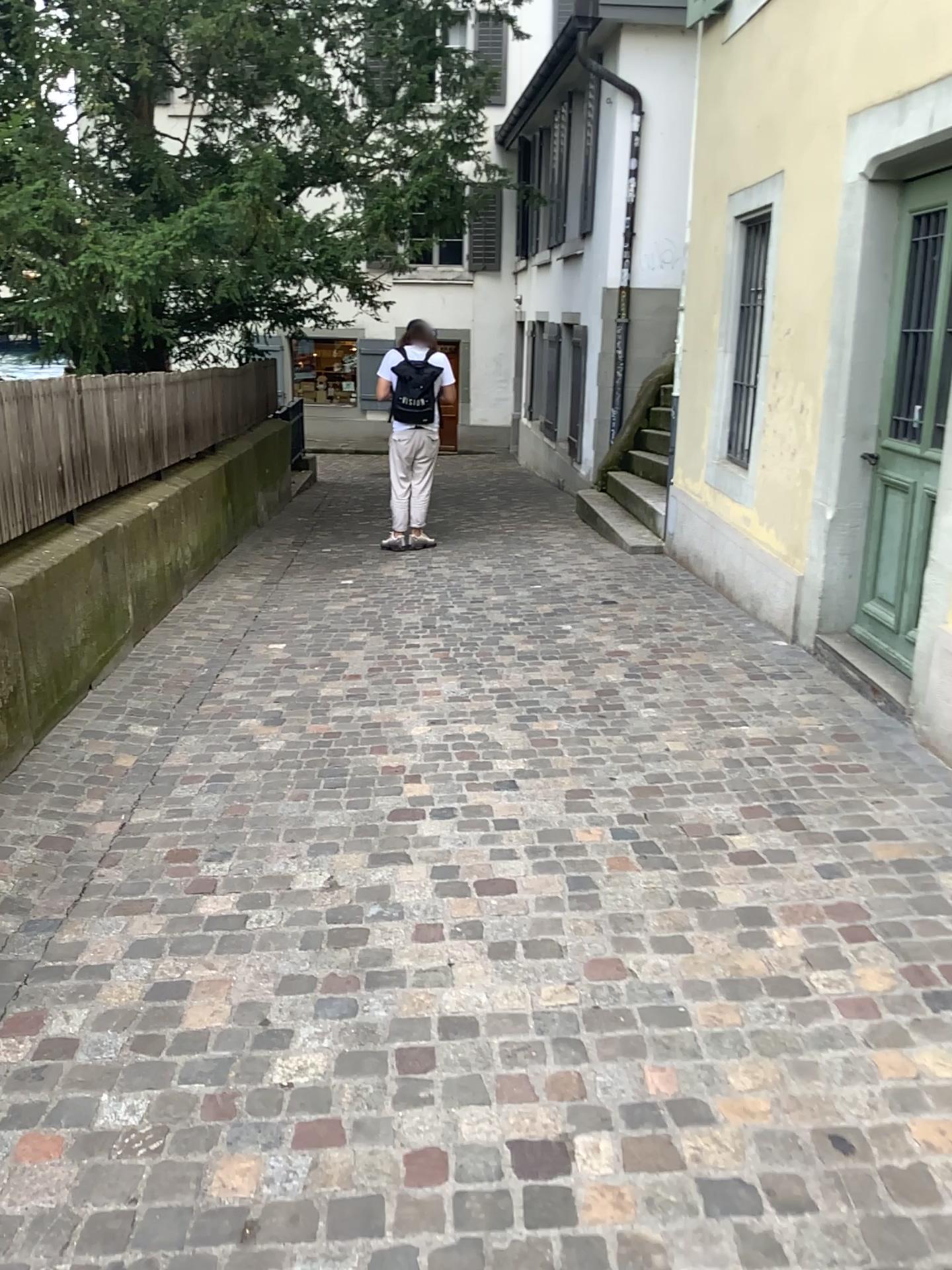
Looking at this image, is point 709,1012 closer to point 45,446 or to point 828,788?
point 828,788
